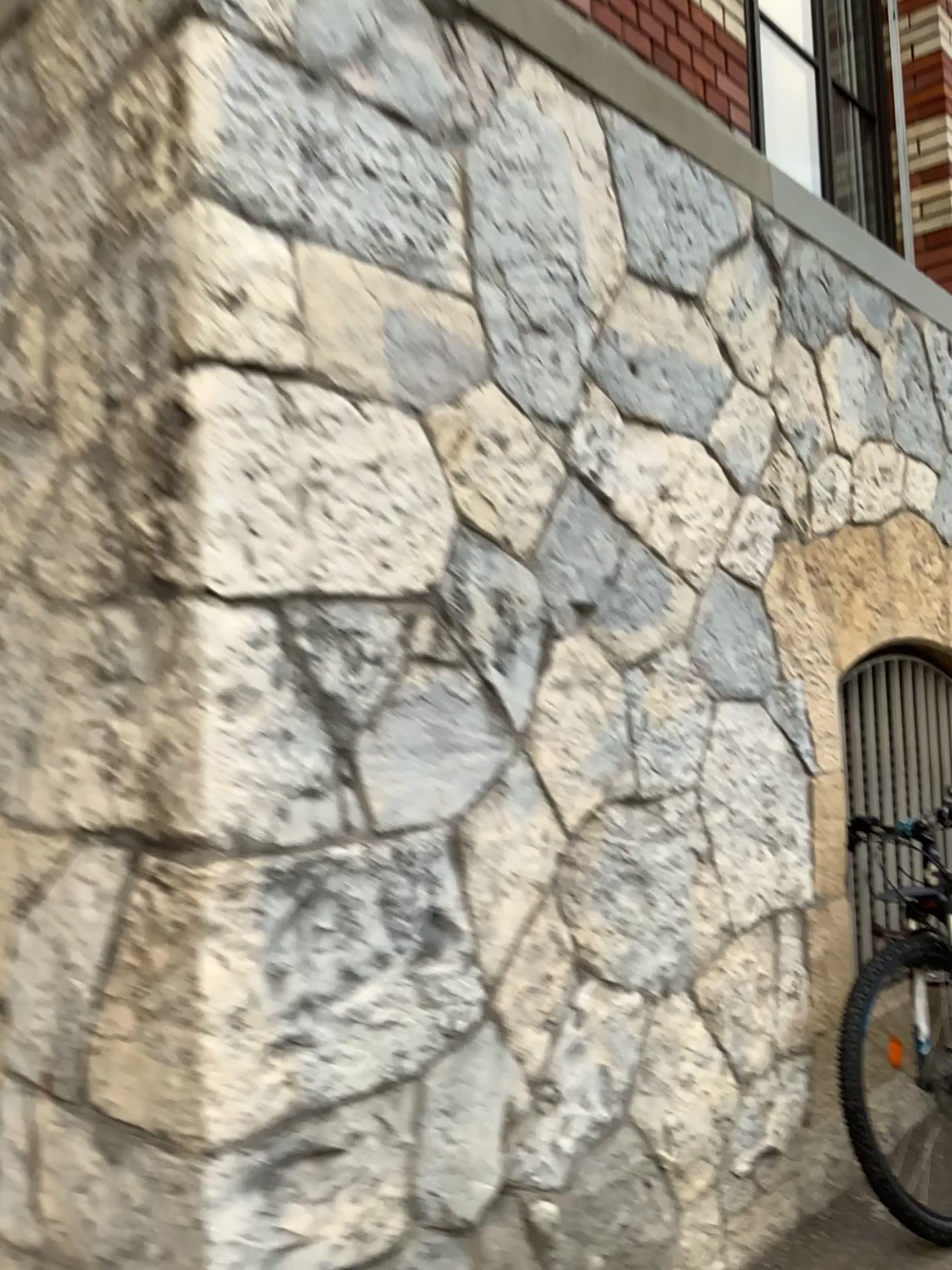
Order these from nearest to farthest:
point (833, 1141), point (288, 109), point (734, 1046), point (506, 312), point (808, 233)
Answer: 1. point (288, 109)
2. point (506, 312)
3. point (734, 1046)
4. point (833, 1141)
5. point (808, 233)
